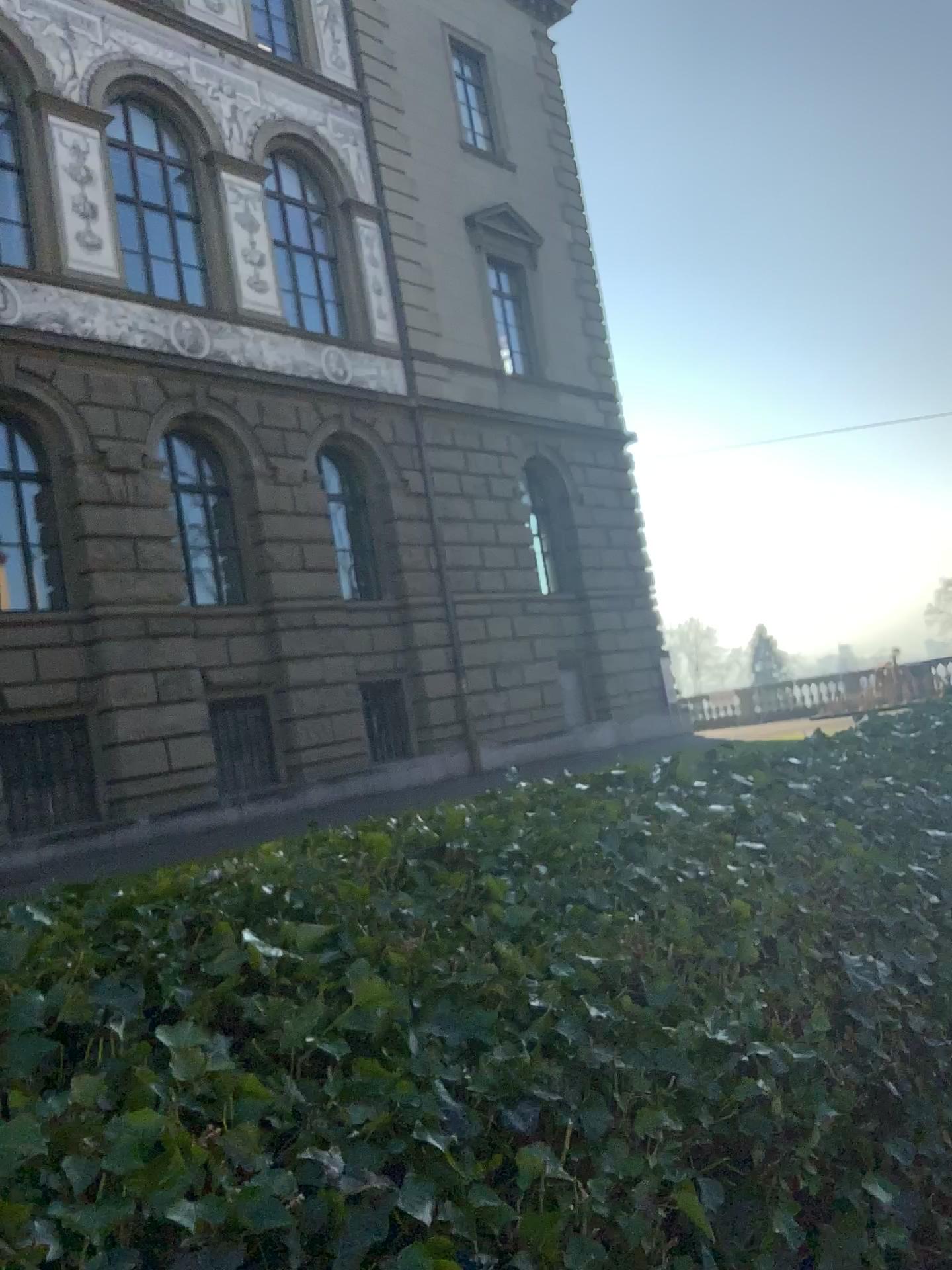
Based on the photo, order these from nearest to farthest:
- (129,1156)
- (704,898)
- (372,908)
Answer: (129,1156), (372,908), (704,898)
